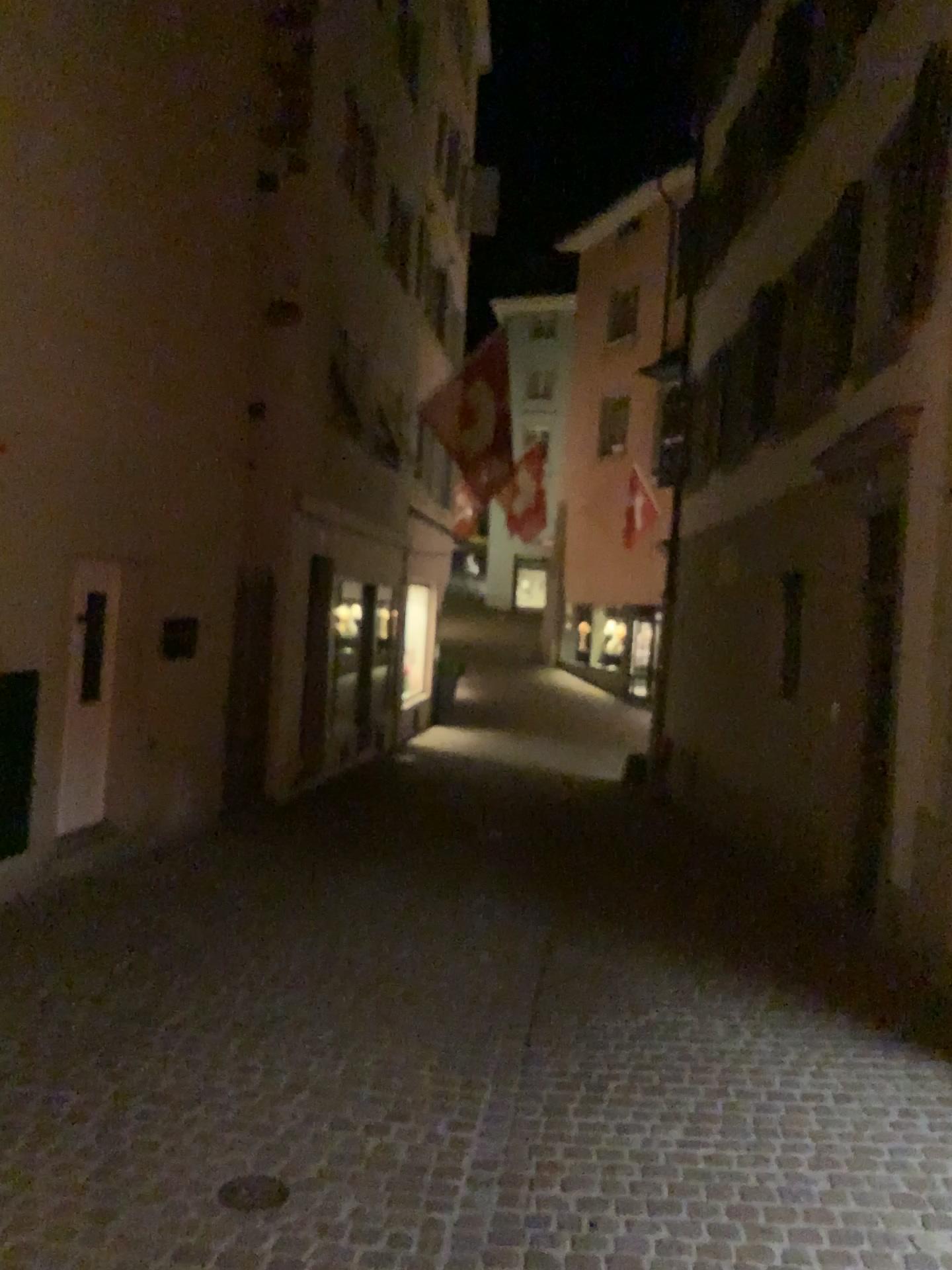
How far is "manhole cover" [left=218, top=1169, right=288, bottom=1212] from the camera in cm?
295

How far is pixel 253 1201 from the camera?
3.0 meters

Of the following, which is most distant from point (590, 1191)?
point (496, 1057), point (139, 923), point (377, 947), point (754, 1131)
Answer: point (139, 923)
